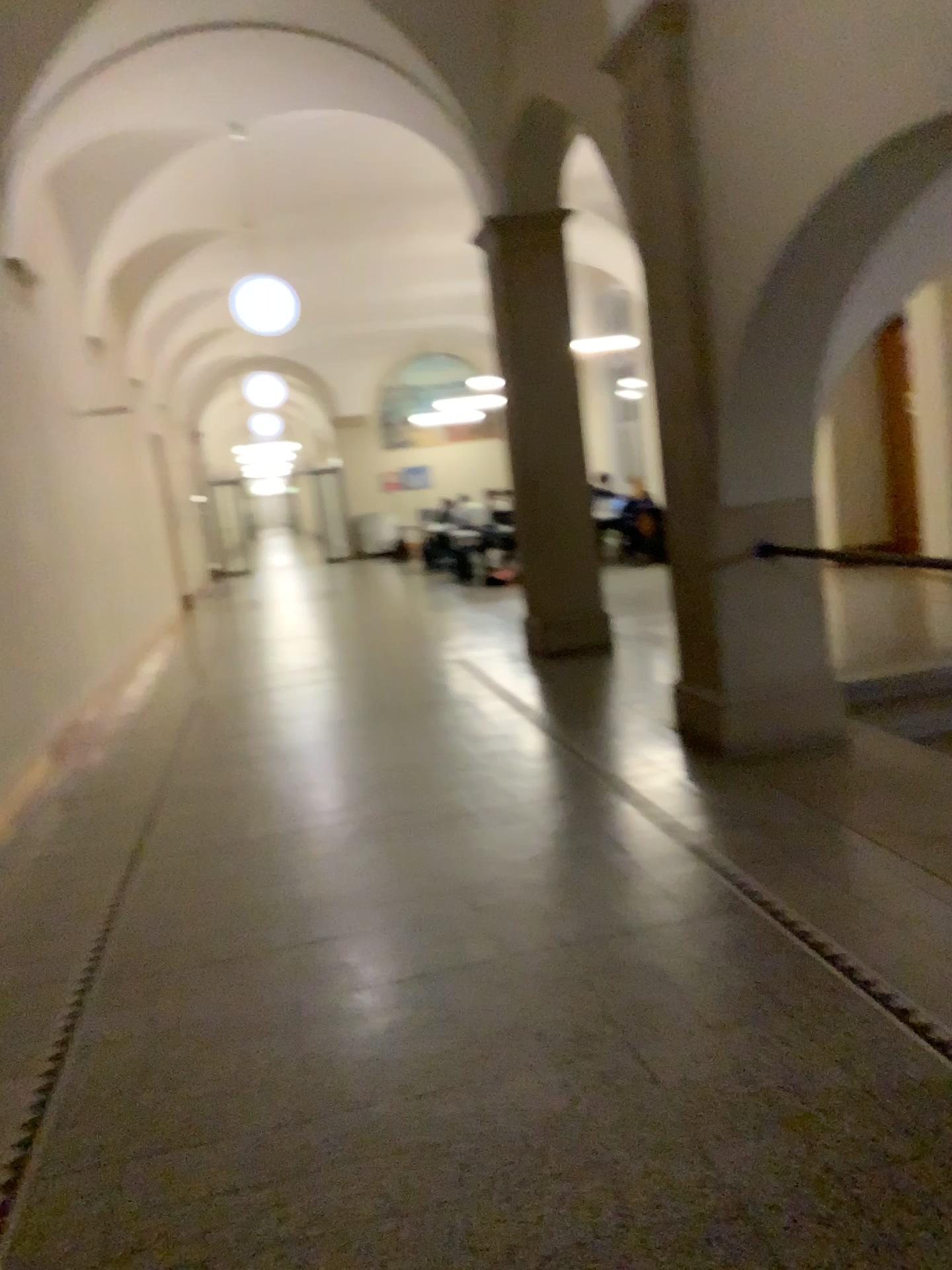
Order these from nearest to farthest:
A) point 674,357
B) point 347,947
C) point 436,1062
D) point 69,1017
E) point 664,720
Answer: point 436,1062 < point 69,1017 < point 347,947 < point 674,357 < point 664,720
